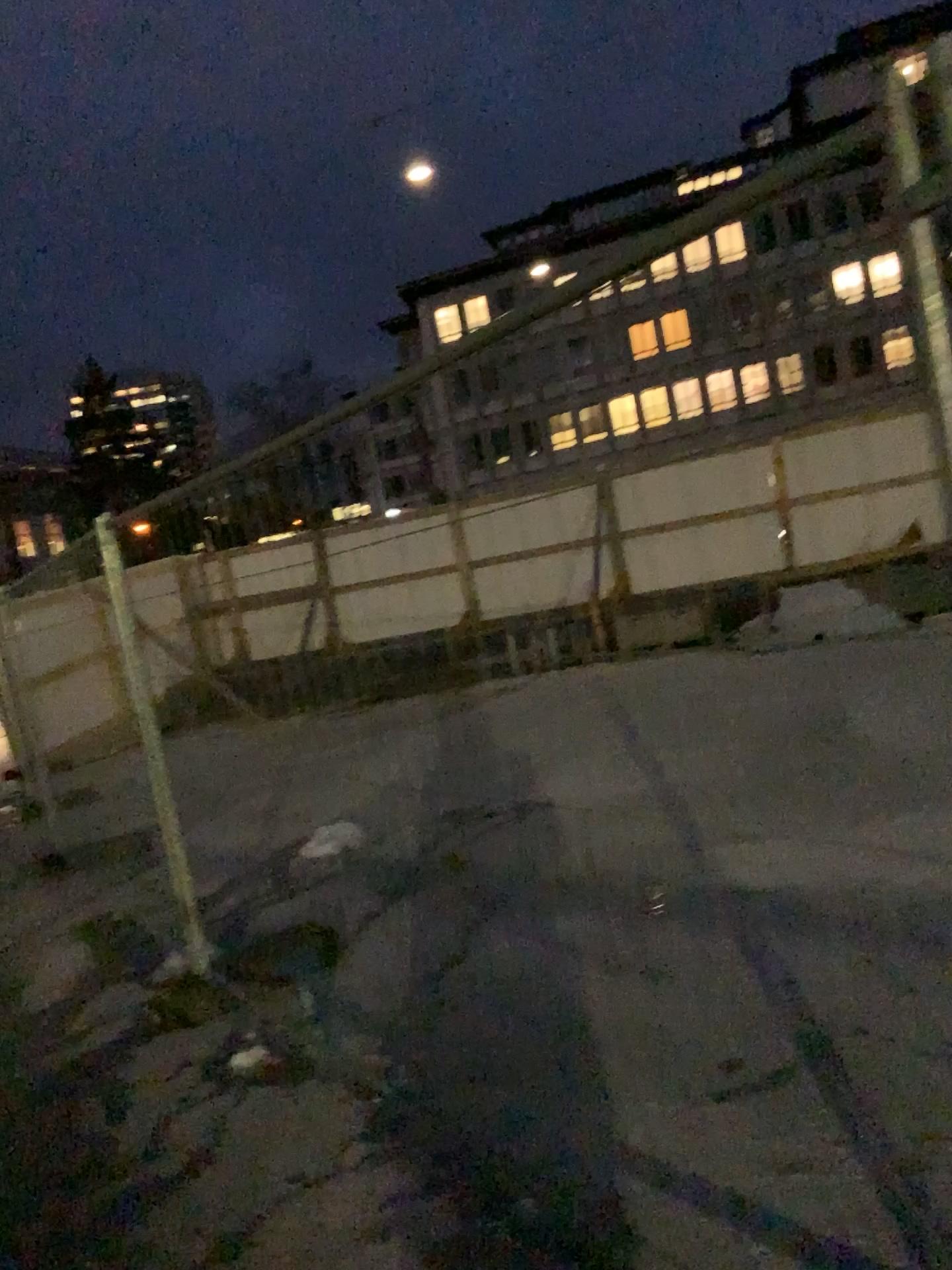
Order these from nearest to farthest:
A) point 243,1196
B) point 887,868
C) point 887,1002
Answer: point 243,1196, point 887,1002, point 887,868
